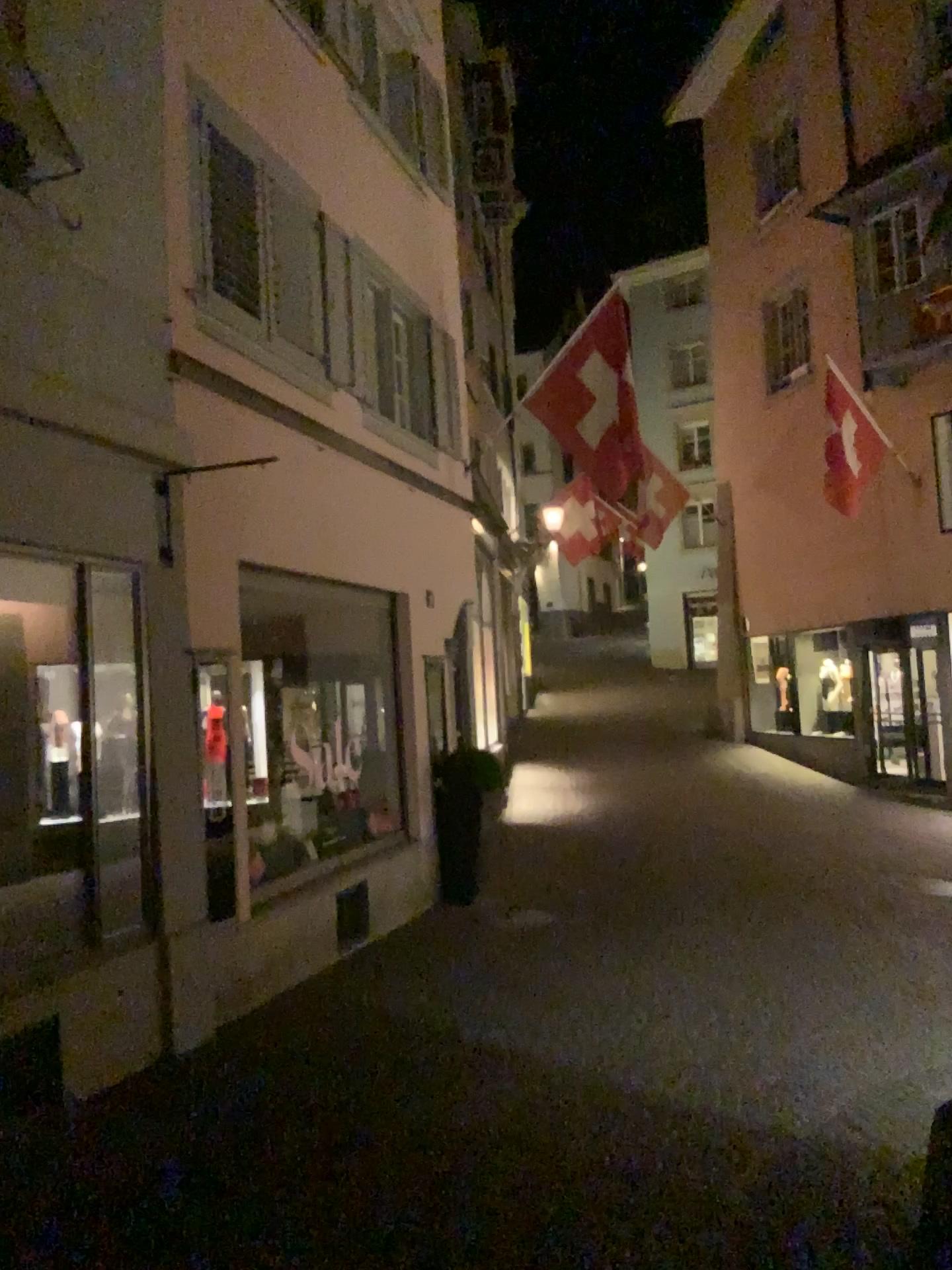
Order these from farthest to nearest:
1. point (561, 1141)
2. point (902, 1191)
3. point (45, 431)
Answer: point (45, 431) < point (561, 1141) < point (902, 1191)
